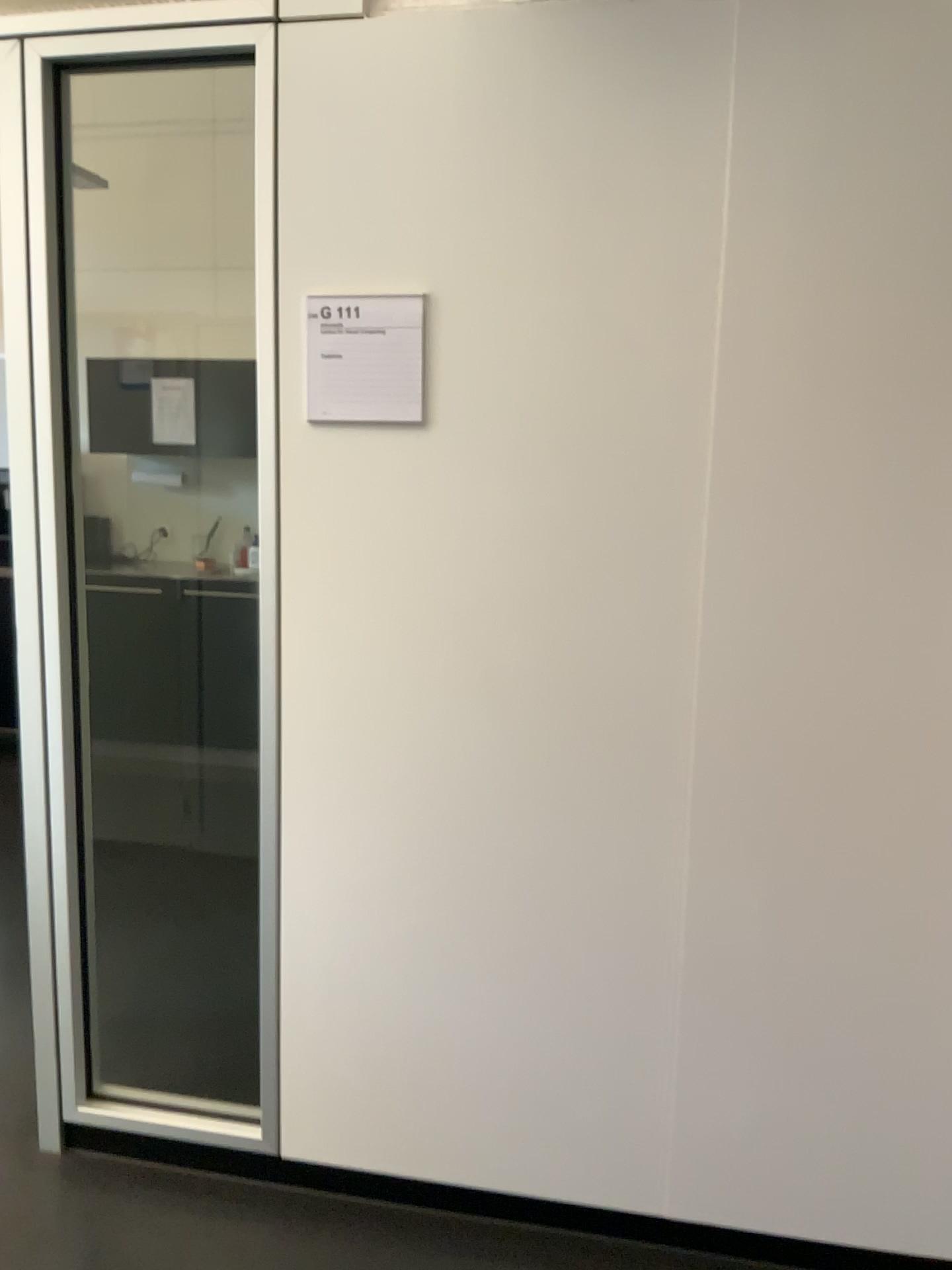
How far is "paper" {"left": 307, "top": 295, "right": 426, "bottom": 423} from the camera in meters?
1.8

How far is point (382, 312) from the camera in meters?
1.8 m

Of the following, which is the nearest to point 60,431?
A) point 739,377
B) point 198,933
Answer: point 739,377
